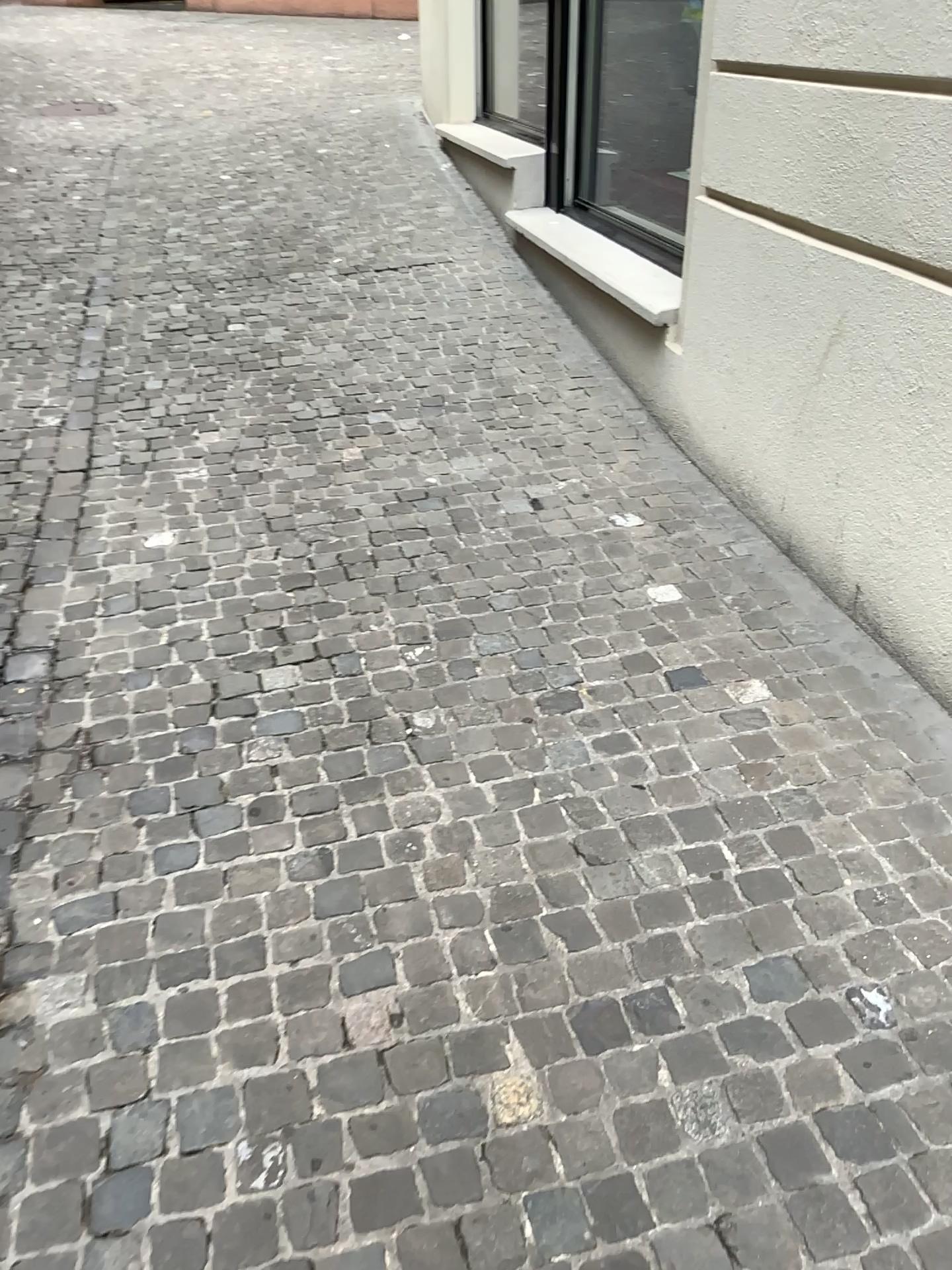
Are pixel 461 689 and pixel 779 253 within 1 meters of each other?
no
